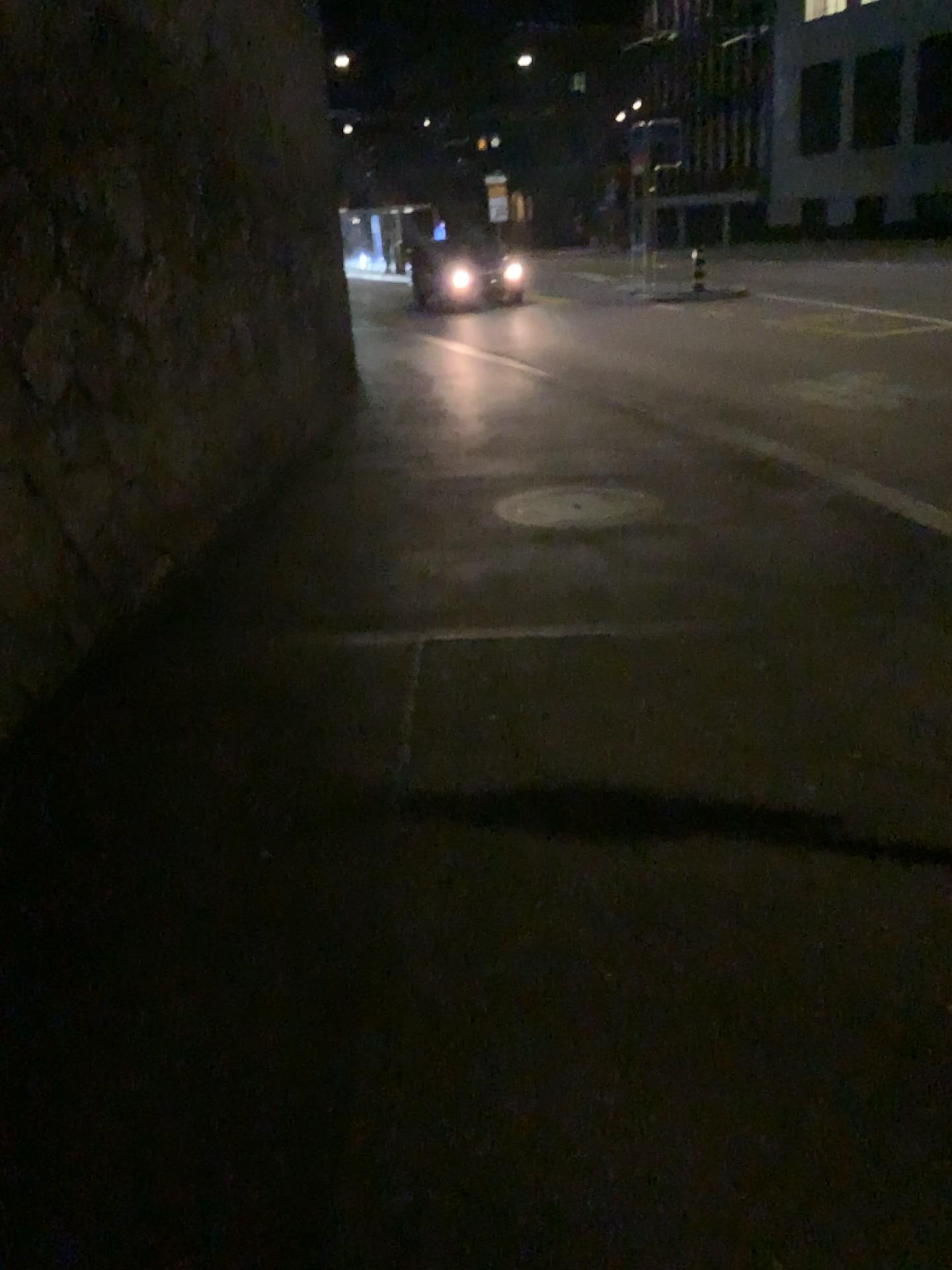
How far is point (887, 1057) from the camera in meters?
2.0 m
